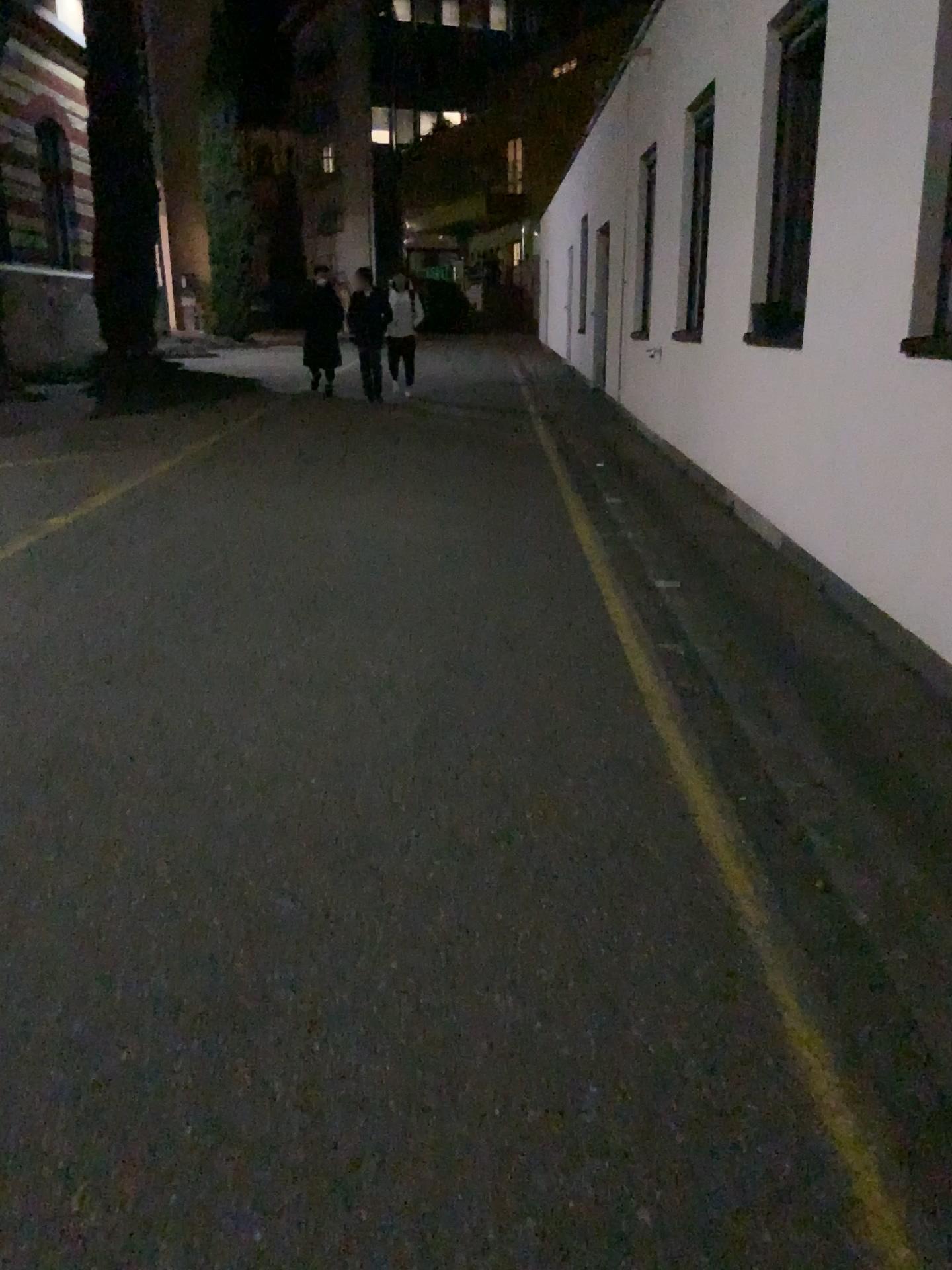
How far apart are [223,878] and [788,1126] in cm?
143
